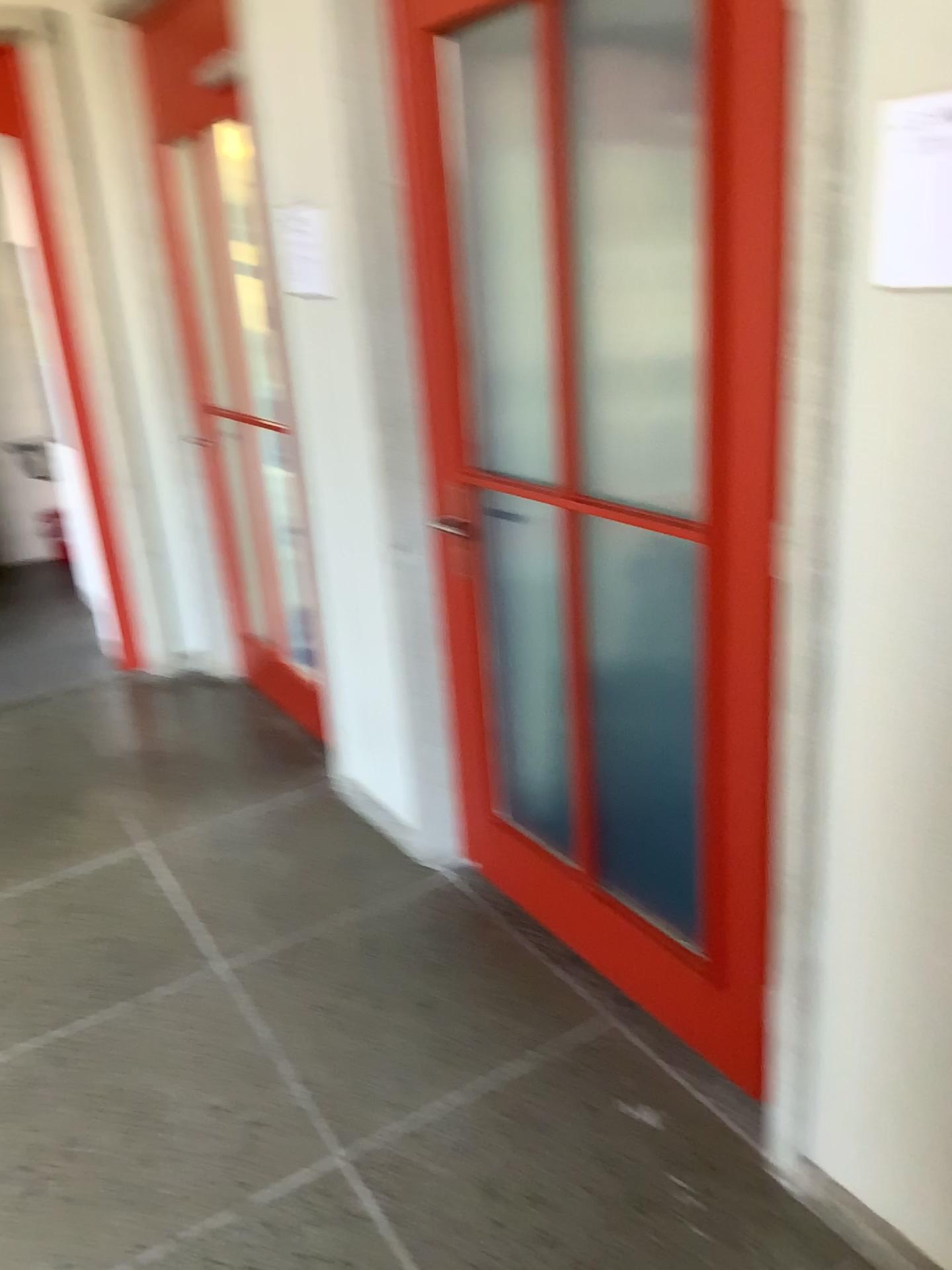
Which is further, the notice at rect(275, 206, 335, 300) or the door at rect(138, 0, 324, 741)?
the door at rect(138, 0, 324, 741)

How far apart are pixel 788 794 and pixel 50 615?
4.3m

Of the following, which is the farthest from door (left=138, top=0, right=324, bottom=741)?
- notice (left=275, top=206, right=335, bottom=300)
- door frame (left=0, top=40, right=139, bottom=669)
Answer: door frame (left=0, top=40, right=139, bottom=669)

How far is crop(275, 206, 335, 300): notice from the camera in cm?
245

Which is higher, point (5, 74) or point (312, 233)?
point (5, 74)

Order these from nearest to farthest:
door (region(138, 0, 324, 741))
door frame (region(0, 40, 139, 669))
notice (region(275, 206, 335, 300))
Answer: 1. notice (region(275, 206, 335, 300))
2. door (region(138, 0, 324, 741))
3. door frame (region(0, 40, 139, 669))

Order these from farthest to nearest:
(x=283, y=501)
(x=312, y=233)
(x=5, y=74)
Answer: (x=5, y=74), (x=283, y=501), (x=312, y=233)

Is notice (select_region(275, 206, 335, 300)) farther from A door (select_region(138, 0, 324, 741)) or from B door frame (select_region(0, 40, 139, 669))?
B door frame (select_region(0, 40, 139, 669))

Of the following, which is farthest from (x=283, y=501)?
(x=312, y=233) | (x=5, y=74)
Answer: (x=5, y=74)
